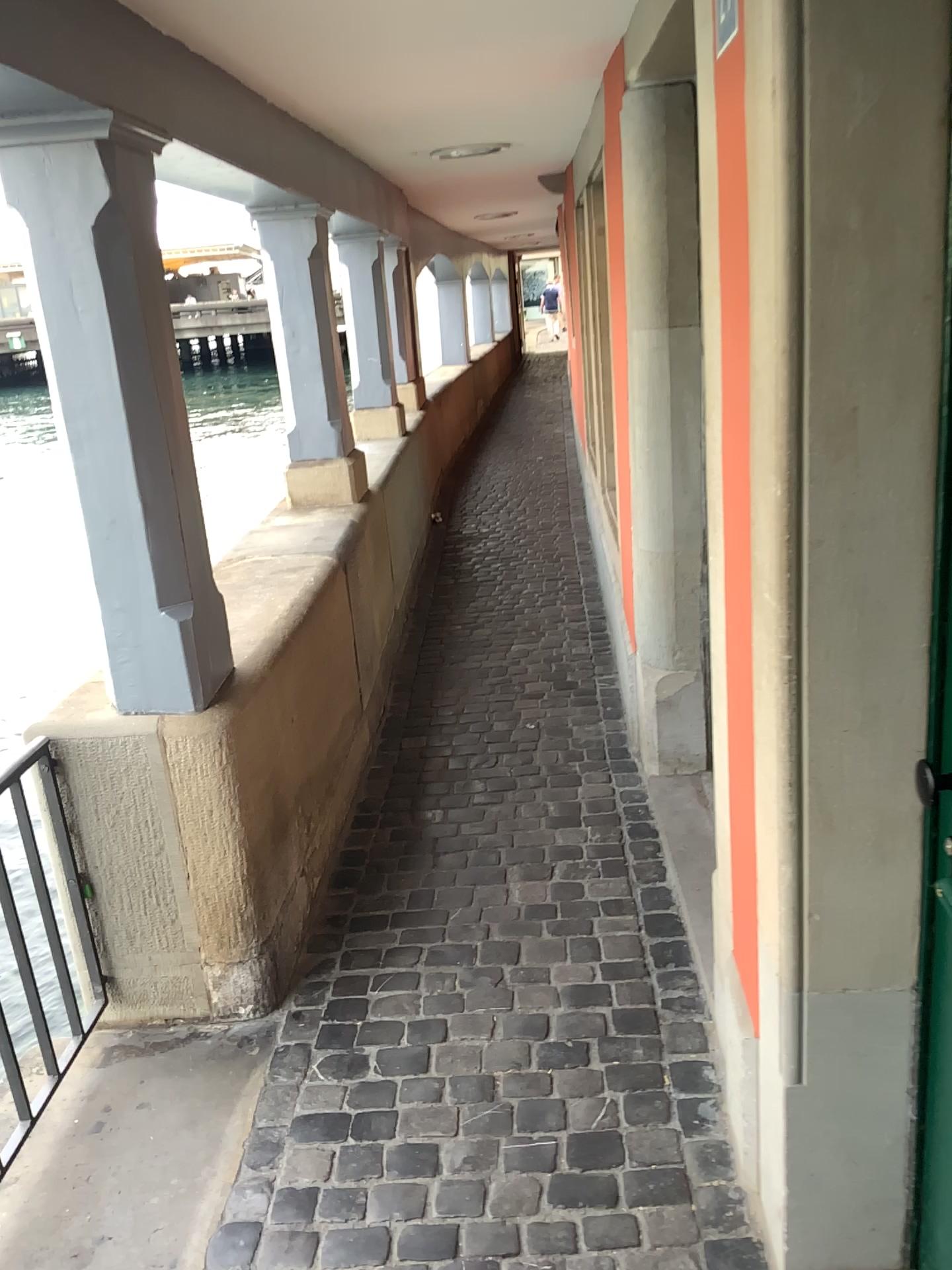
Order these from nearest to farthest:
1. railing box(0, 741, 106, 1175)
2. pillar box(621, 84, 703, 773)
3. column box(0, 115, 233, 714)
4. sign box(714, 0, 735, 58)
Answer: sign box(714, 0, 735, 58), column box(0, 115, 233, 714), railing box(0, 741, 106, 1175), pillar box(621, 84, 703, 773)

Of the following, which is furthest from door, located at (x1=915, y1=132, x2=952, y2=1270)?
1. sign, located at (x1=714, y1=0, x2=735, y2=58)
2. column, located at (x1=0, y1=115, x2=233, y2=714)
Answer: column, located at (x1=0, y1=115, x2=233, y2=714)

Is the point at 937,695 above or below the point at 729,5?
below

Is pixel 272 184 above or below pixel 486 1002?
above

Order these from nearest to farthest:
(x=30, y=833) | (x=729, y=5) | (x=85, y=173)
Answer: (x=729, y=5) → (x=85, y=173) → (x=30, y=833)

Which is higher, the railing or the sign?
the sign

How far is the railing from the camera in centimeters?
219cm

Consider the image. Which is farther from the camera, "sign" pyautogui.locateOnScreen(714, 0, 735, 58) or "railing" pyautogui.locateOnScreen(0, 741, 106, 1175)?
"railing" pyautogui.locateOnScreen(0, 741, 106, 1175)

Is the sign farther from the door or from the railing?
the railing

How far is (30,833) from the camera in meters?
2.2 m
